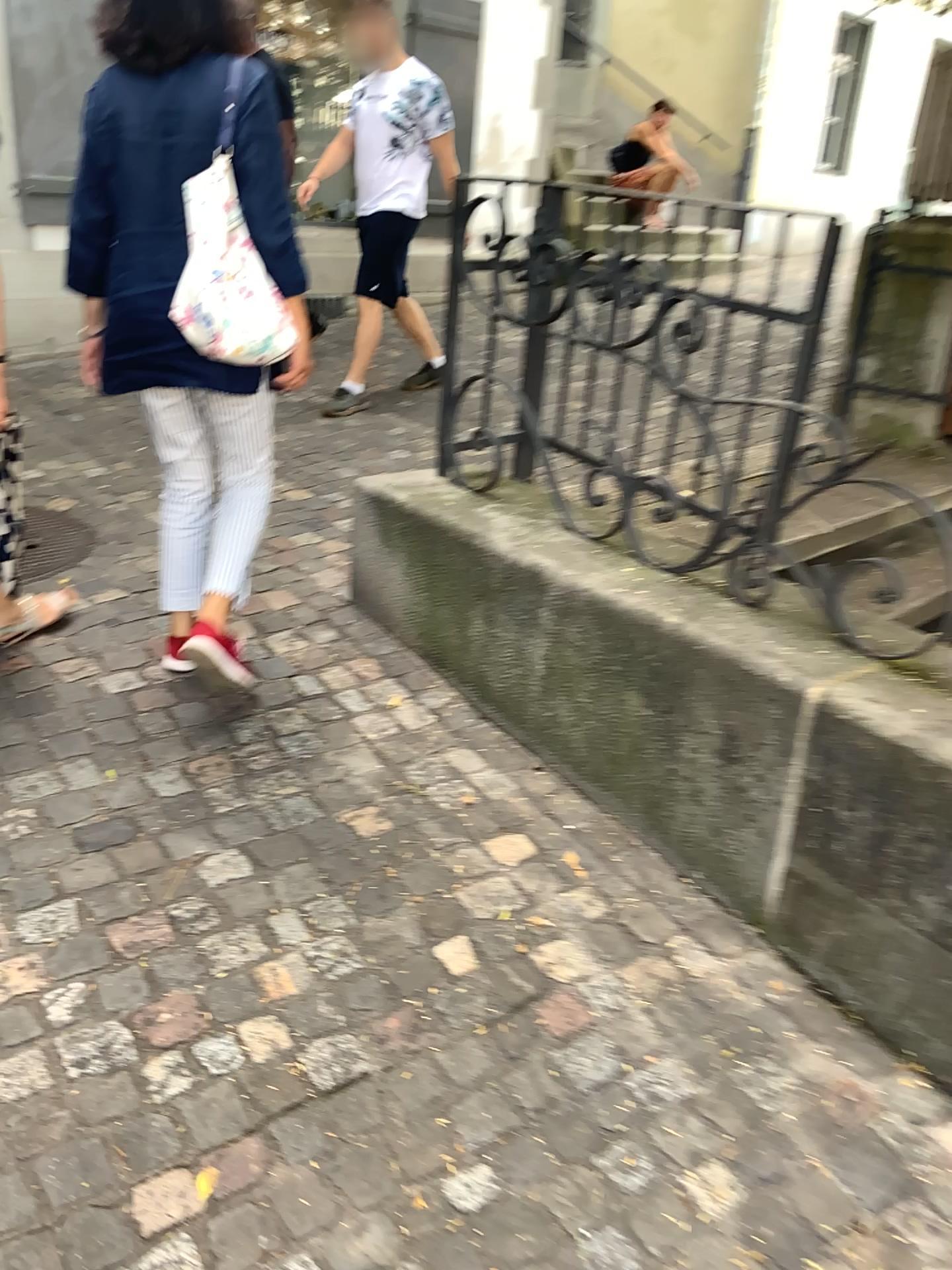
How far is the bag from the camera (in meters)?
2.14

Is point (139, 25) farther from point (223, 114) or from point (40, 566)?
point (40, 566)

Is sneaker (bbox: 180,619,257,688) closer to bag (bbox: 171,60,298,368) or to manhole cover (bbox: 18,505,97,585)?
bag (bbox: 171,60,298,368)

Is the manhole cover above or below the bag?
below

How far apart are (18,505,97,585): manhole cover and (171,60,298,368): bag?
1.4 meters

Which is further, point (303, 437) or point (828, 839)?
point (303, 437)

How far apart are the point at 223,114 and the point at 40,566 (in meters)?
1.65

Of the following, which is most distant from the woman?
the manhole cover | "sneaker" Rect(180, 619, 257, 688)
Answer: the manhole cover

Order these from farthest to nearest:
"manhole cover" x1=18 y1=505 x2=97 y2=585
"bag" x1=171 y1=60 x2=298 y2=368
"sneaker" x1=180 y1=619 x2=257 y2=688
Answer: "manhole cover" x1=18 y1=505 x2=97 y2=585
"sneaker" x1=180 y1=619 x2=257 y2=688
"bag" x1=171 y1=60 x2=298 y2=368

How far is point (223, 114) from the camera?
2.1m
